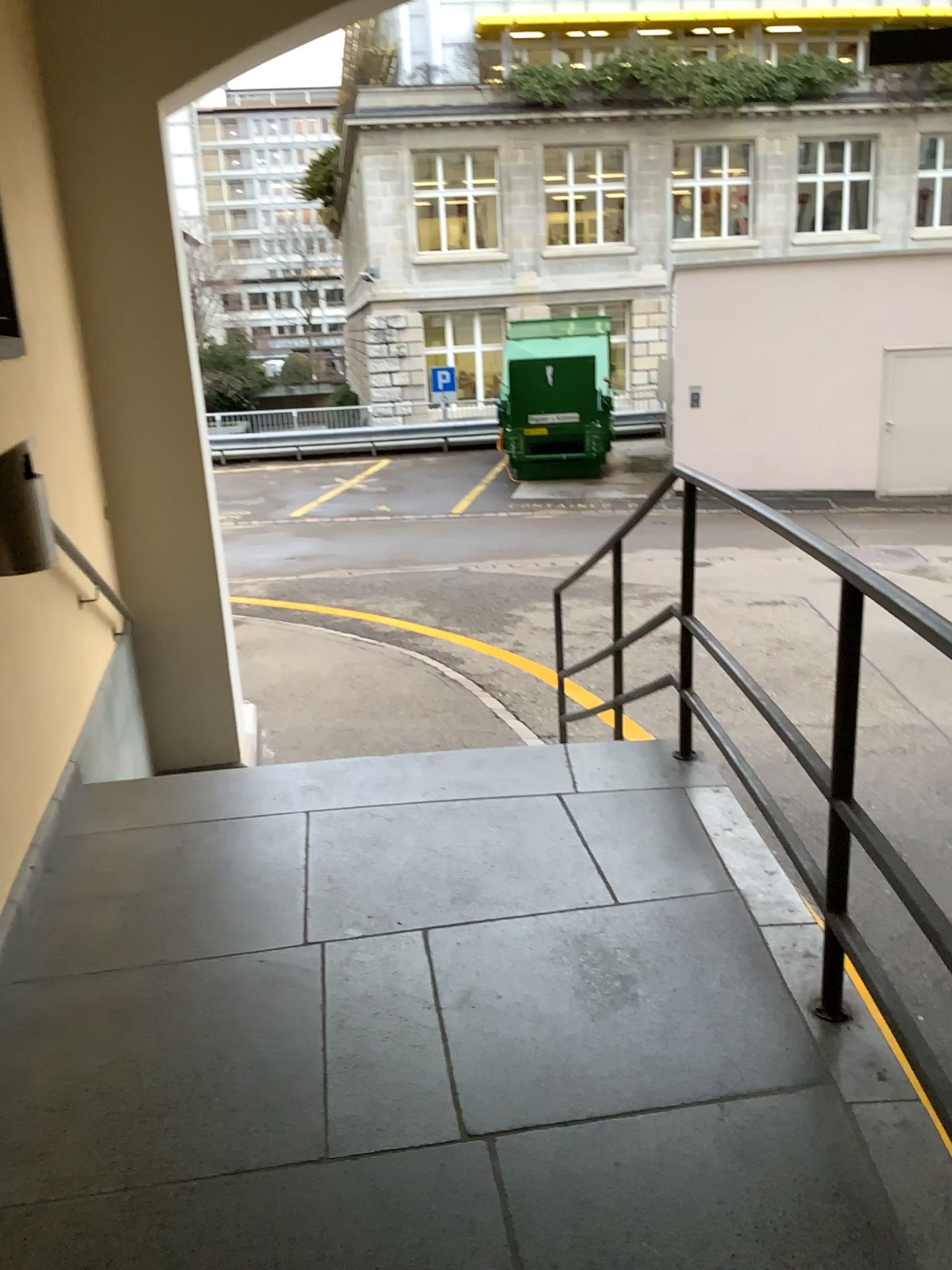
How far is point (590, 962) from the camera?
2.4m
